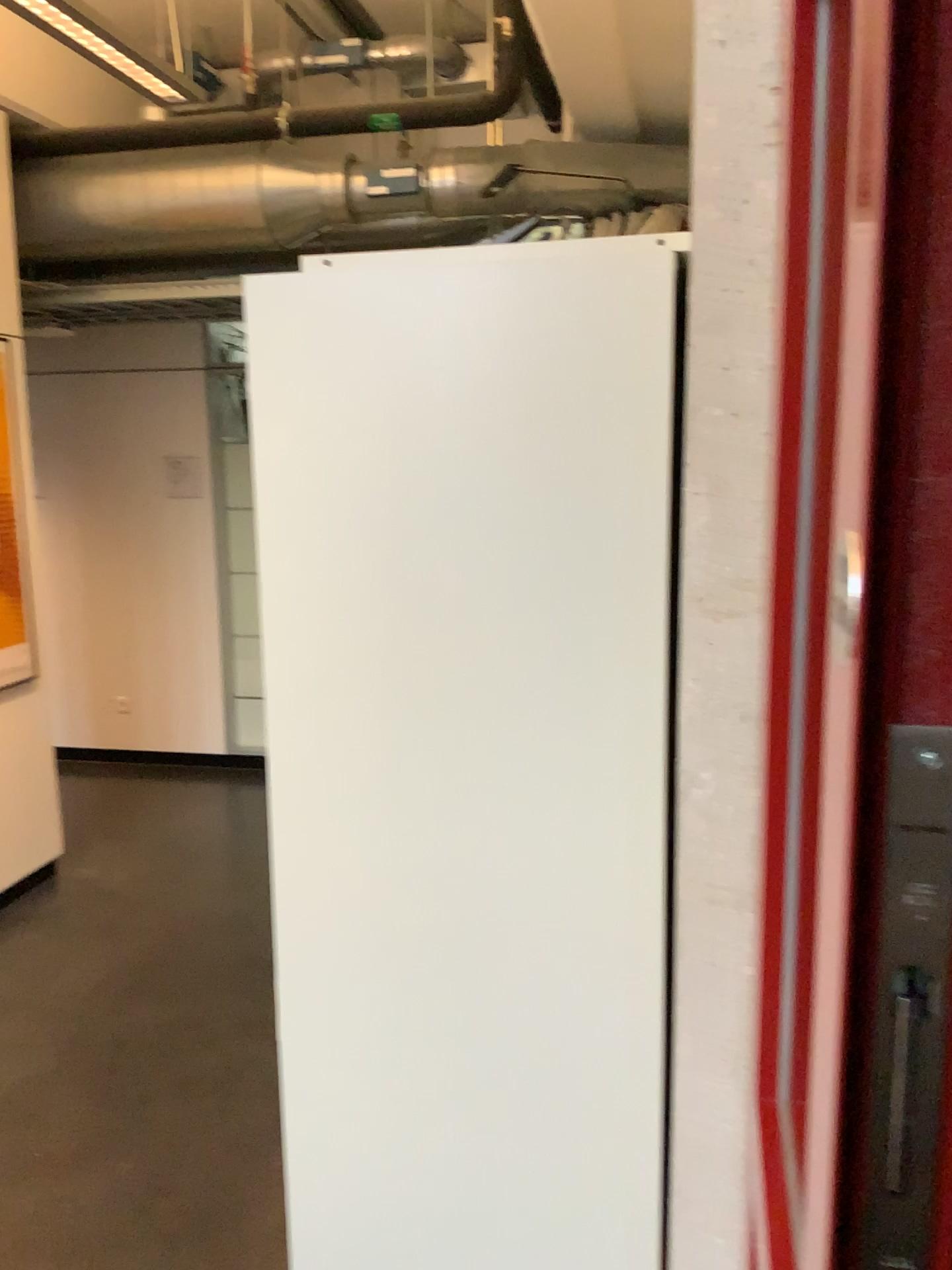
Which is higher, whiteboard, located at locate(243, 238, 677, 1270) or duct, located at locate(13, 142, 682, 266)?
duct, located at locate(13, 142, 682, 266)

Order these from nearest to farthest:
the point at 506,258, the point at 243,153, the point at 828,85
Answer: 1. the point at 828,85
2. the point at 506,258
3. the point at 243,153

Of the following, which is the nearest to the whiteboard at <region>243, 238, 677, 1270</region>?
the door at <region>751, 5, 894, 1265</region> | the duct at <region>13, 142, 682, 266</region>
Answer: the door at <region>751, 5, 894, 1265</region>

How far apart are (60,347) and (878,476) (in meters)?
5.06

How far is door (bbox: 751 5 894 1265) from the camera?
0.8 meters

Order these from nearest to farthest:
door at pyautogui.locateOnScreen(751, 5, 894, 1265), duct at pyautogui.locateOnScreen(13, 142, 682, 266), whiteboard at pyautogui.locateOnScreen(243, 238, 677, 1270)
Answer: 1. door at pyautogui.locateOnScreen(751, 5, 894, 1265)
2. whiteboard at pyautogui.locateOnScreen(243, 238, 677, 1270)
3. duct at pyautogui.locateOnScreen(13, 142, 682, 266)

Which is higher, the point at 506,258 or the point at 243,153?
the point at 243,153

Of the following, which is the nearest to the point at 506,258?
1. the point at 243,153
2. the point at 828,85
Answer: the point at 828,85

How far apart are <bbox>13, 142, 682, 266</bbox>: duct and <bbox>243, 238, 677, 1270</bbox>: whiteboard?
3.1 meters

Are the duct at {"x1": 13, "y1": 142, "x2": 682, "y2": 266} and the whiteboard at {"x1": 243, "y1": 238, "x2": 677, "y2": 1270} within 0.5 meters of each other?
no
